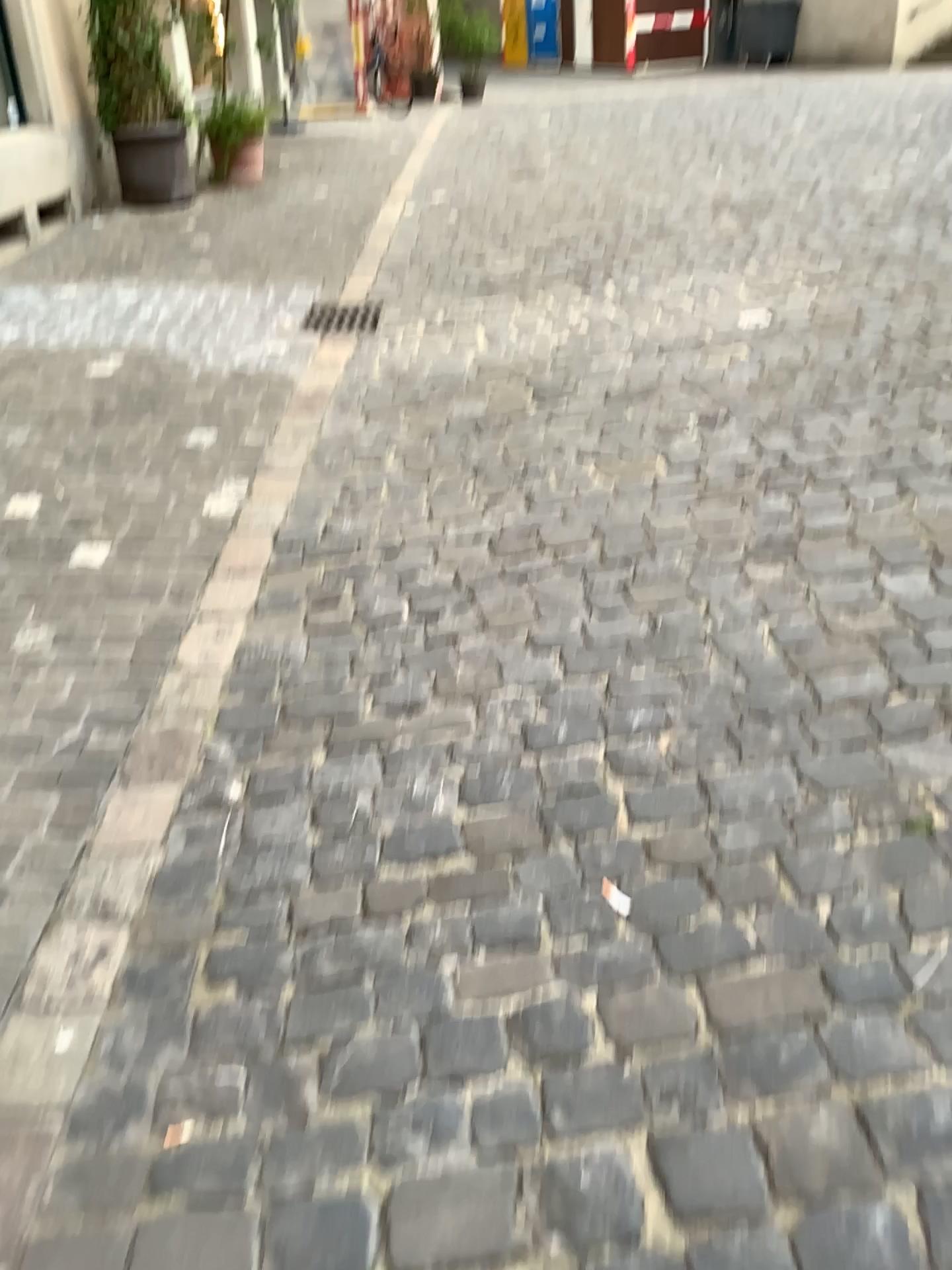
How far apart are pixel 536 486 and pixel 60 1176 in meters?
2.4
